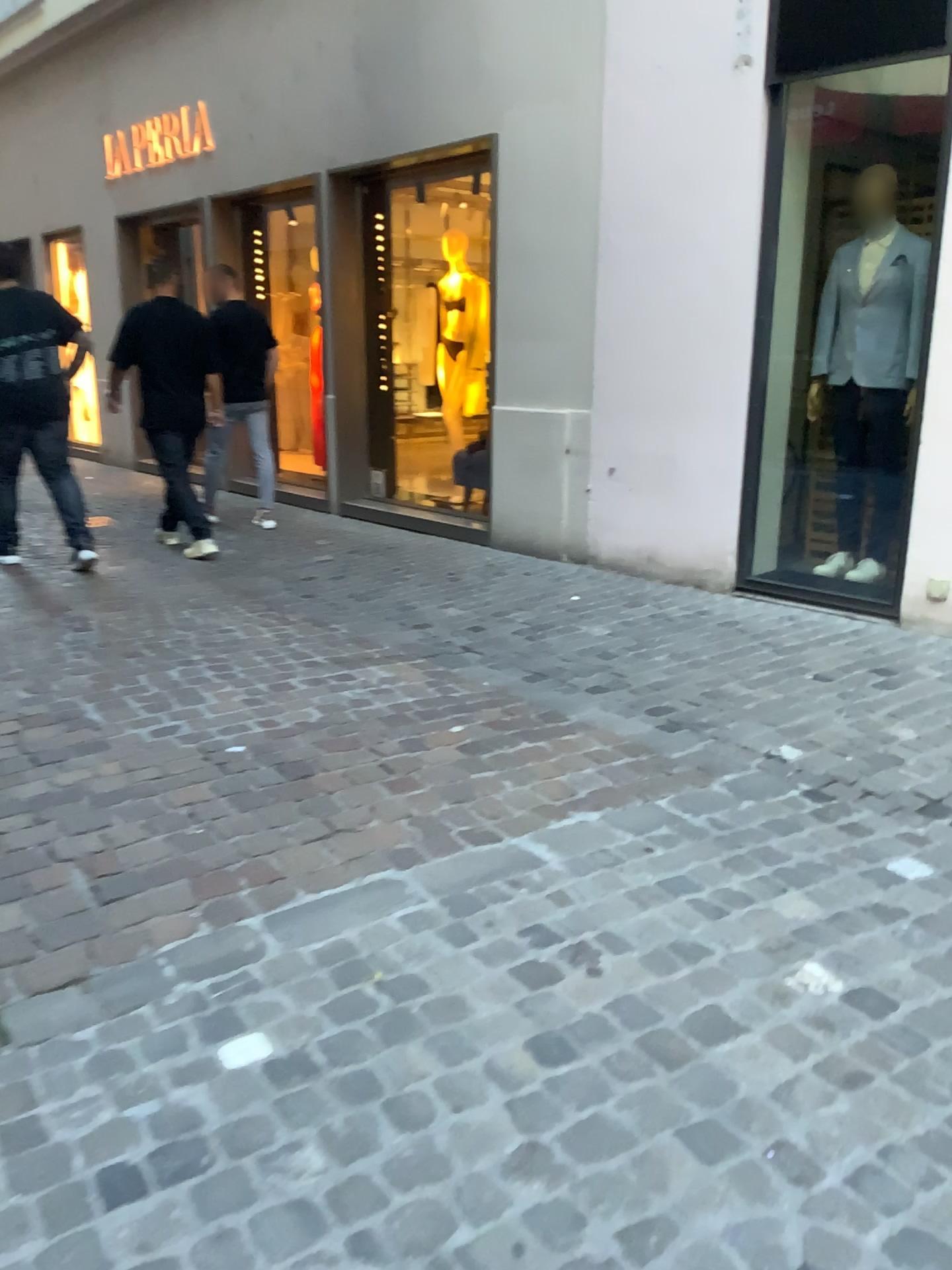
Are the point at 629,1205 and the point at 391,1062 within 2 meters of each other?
yes
